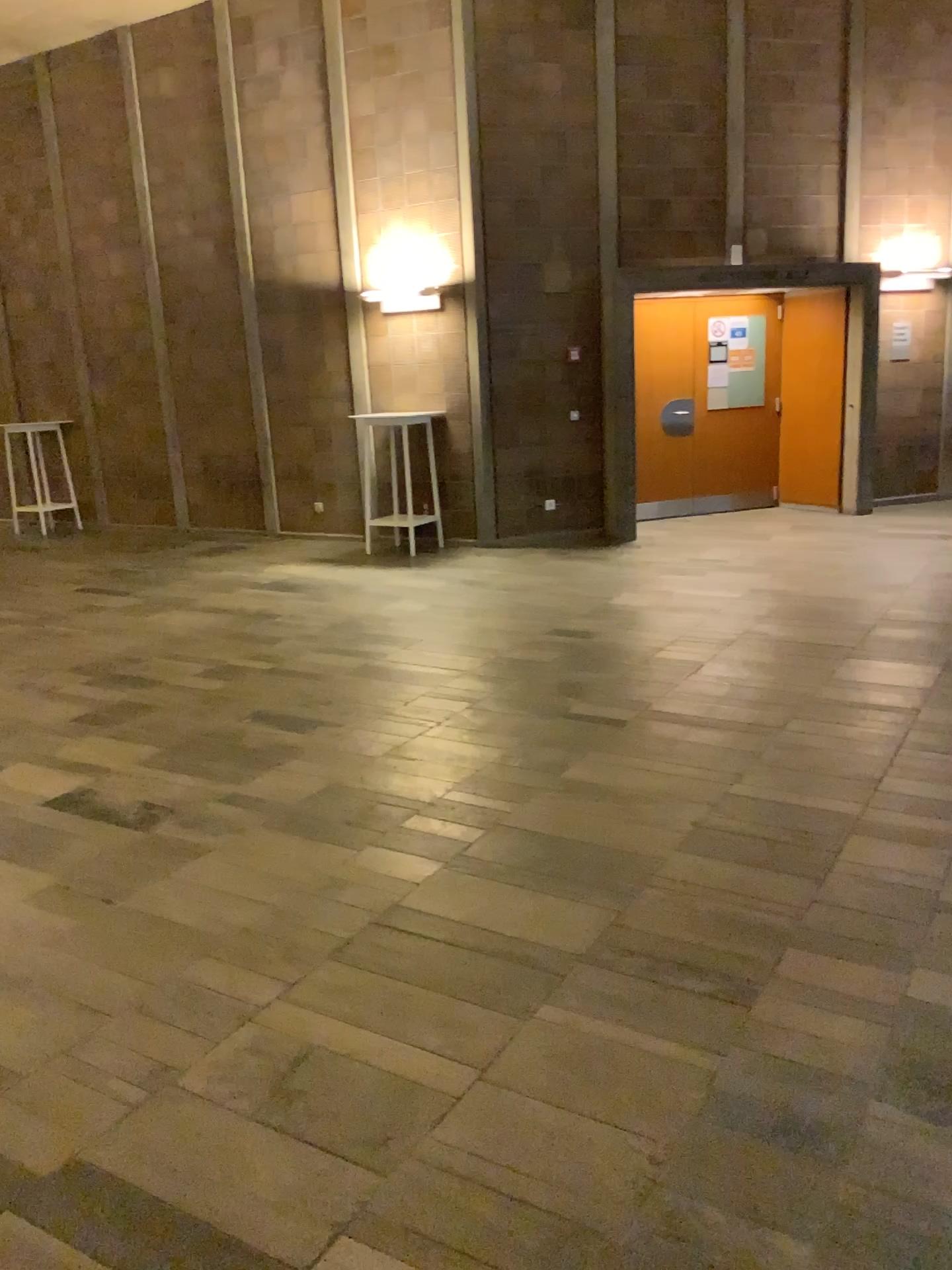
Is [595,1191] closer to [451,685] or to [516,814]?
[516,814]
